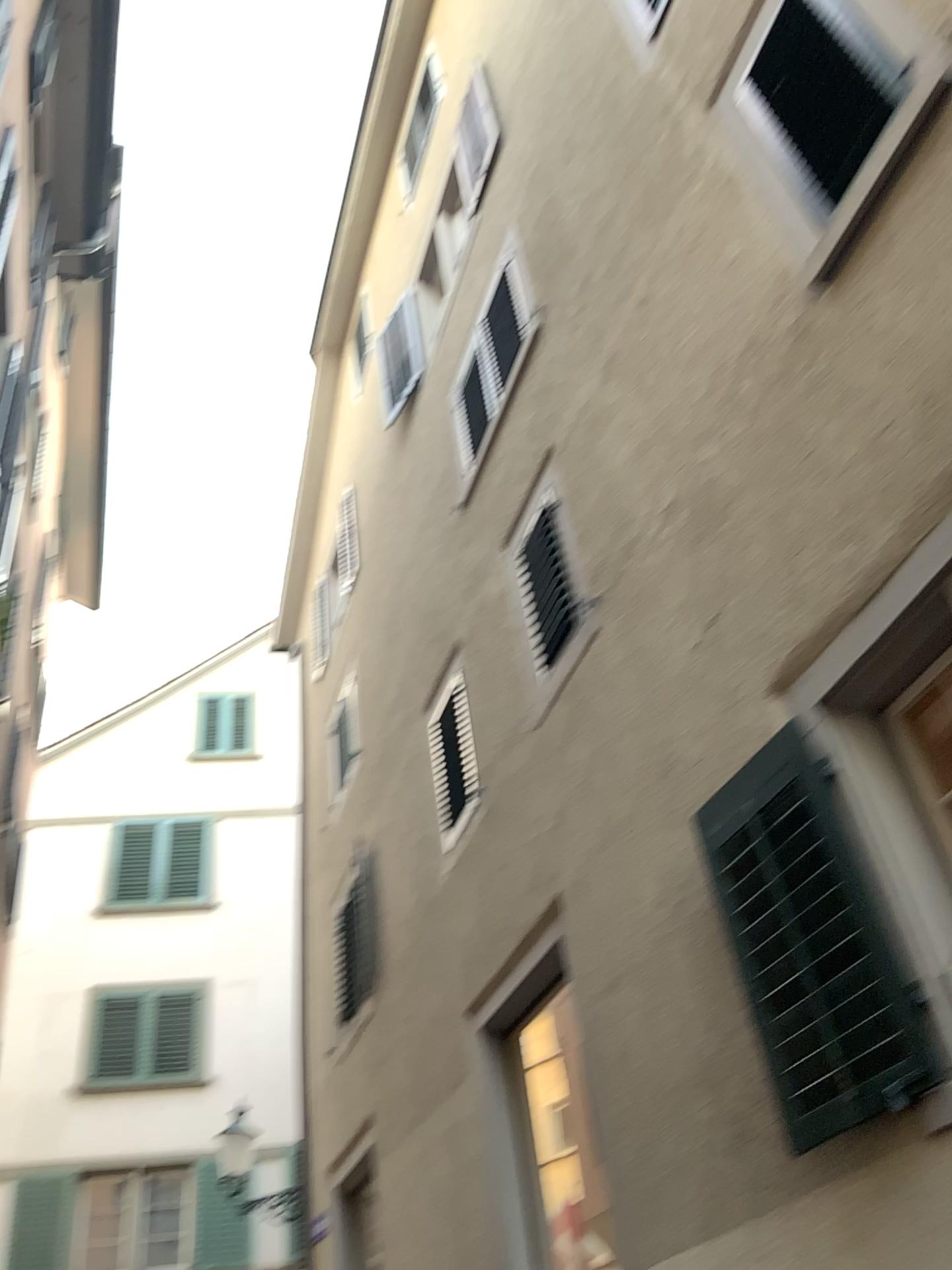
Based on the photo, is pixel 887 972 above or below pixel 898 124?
below

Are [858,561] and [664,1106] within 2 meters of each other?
no

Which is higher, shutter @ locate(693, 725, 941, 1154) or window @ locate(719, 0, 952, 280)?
window @ locate(719, 0, 952, 280)
